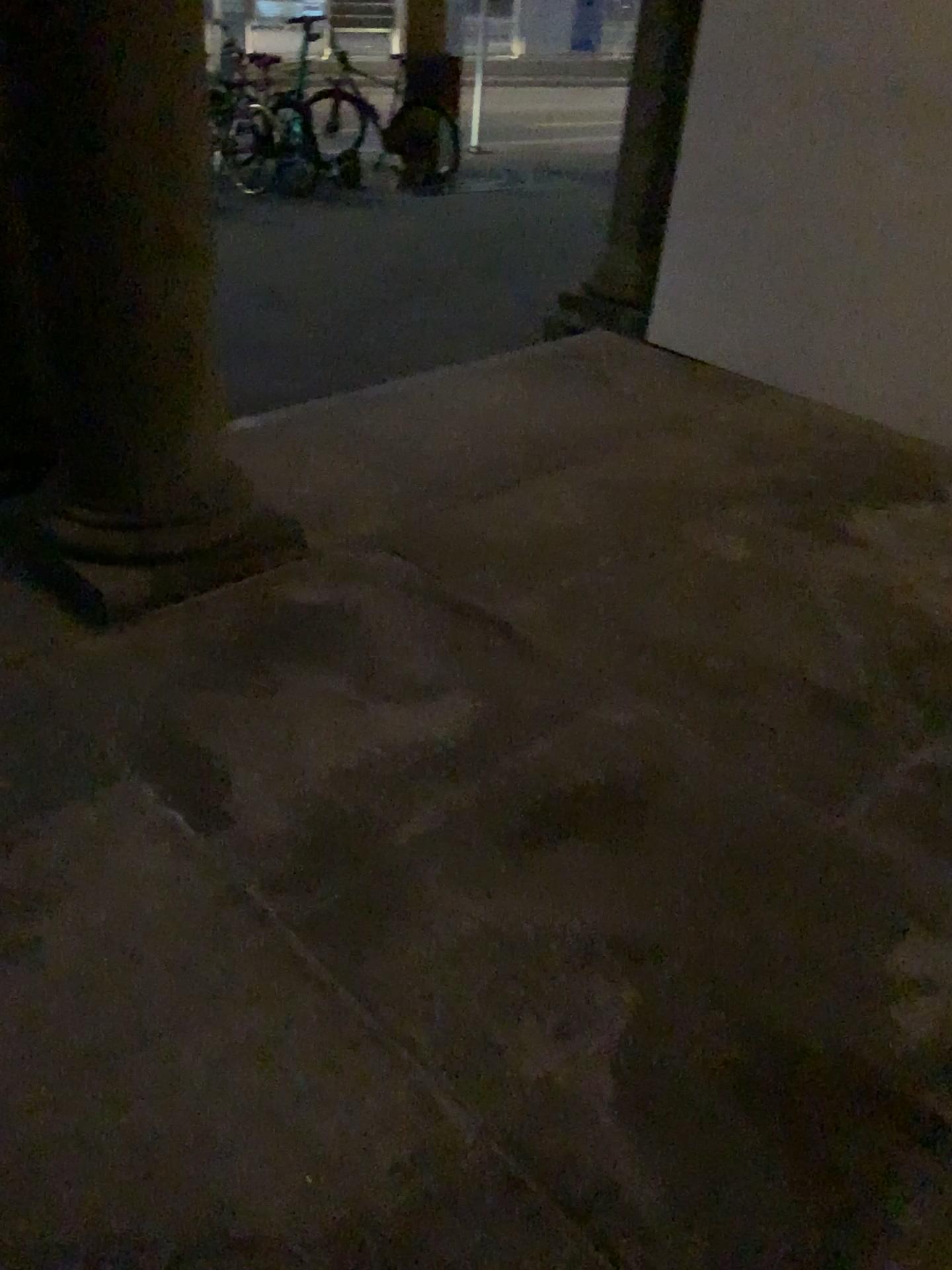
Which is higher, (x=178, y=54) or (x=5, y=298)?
(x=178, y=54)

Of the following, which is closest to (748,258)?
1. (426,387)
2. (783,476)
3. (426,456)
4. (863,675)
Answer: (783,476)
